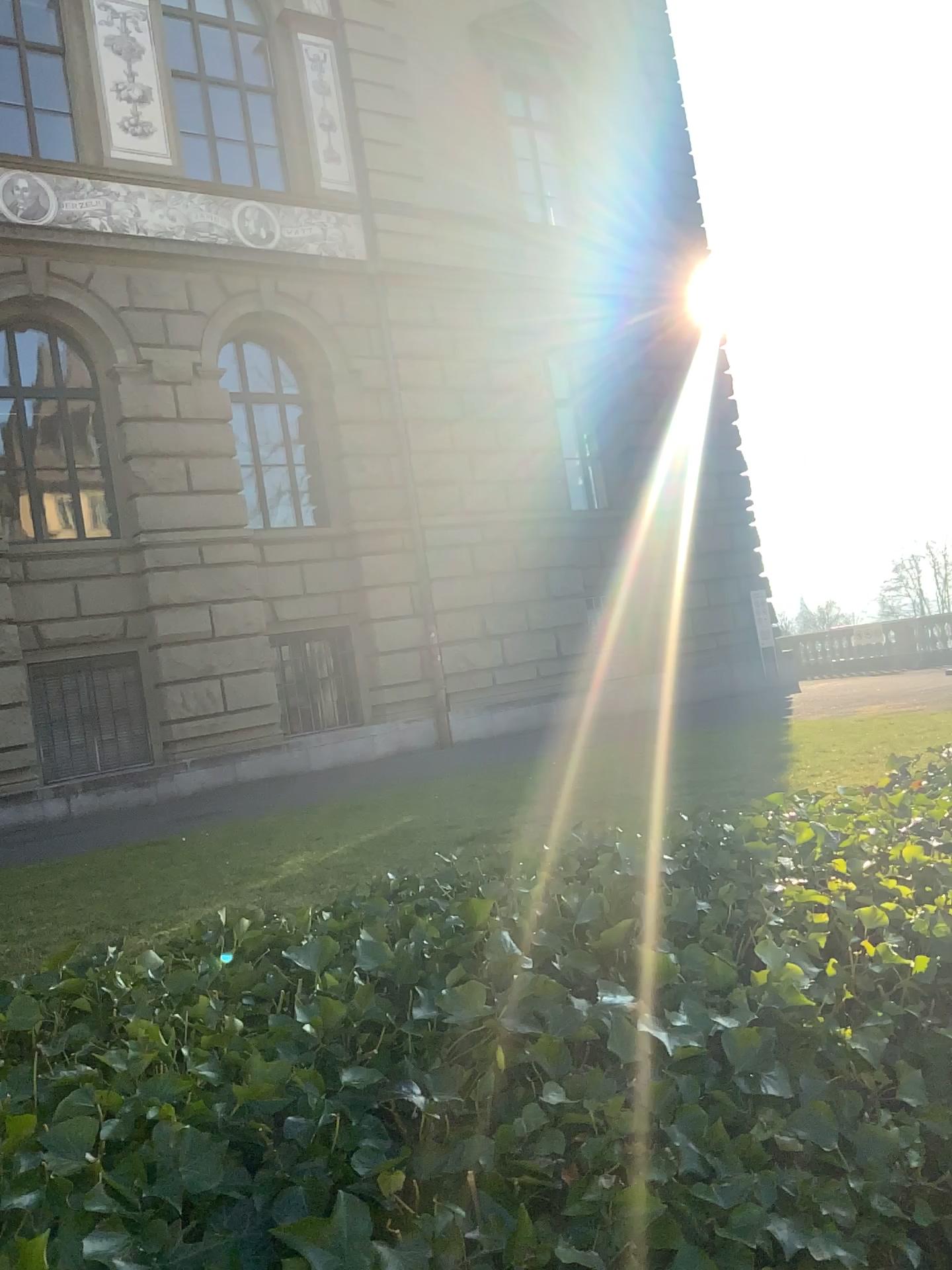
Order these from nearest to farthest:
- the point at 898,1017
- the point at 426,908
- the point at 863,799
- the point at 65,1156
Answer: the point at 65,1156
the point at 898,1017
the point at 426,908
the point at 863,799
